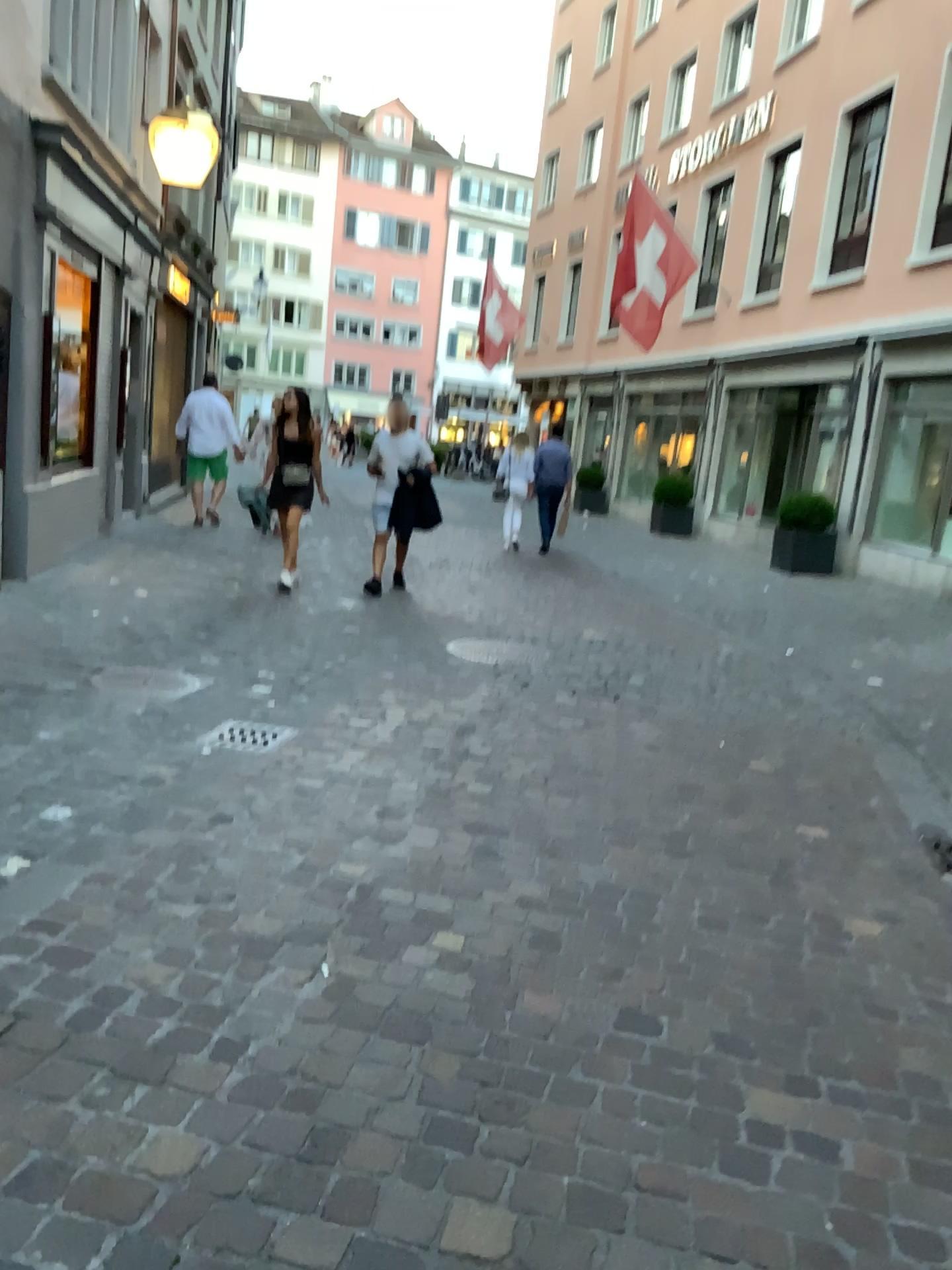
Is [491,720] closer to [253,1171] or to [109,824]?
[109,824]
